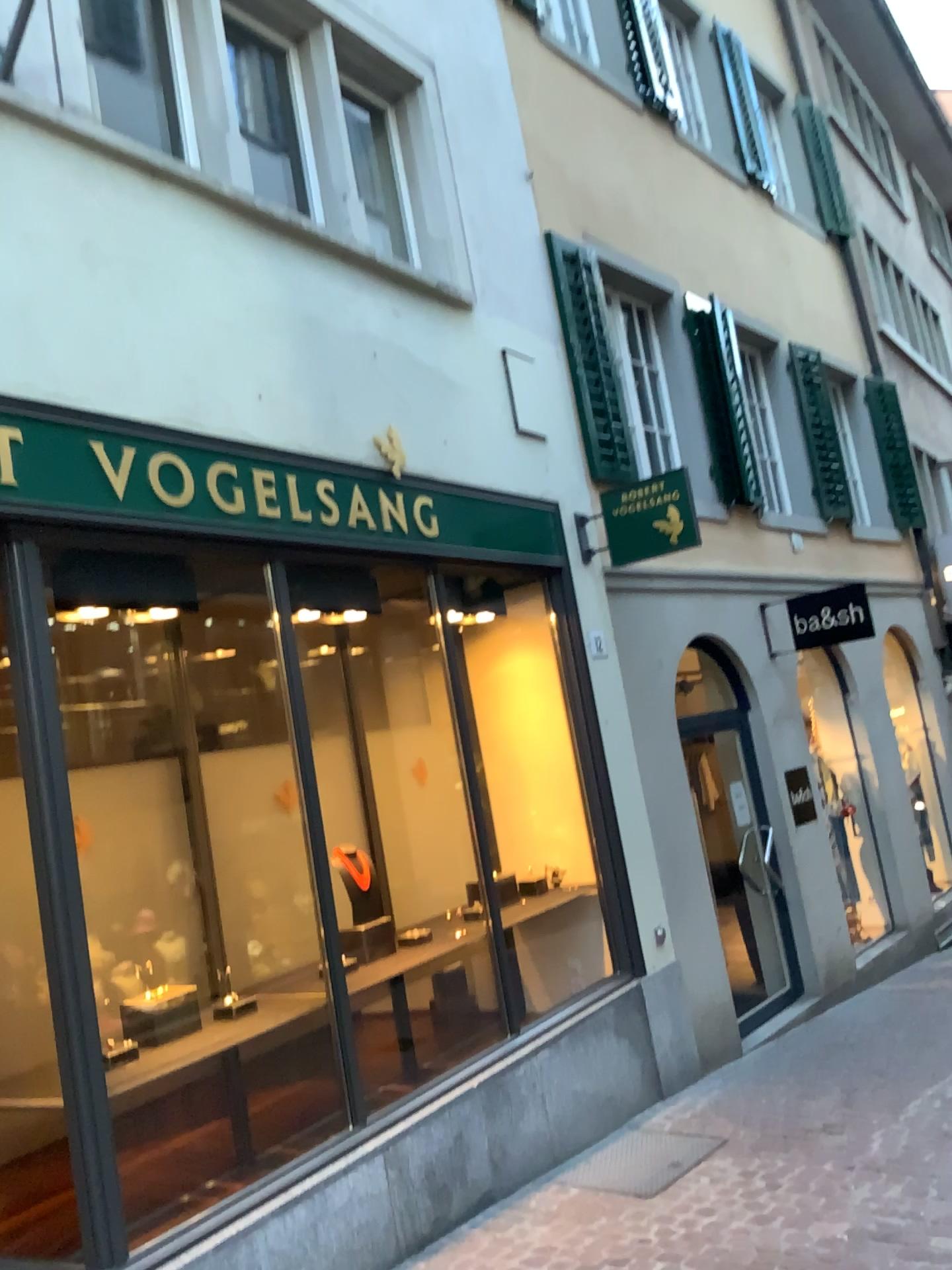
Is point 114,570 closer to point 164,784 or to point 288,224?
point 164,784
